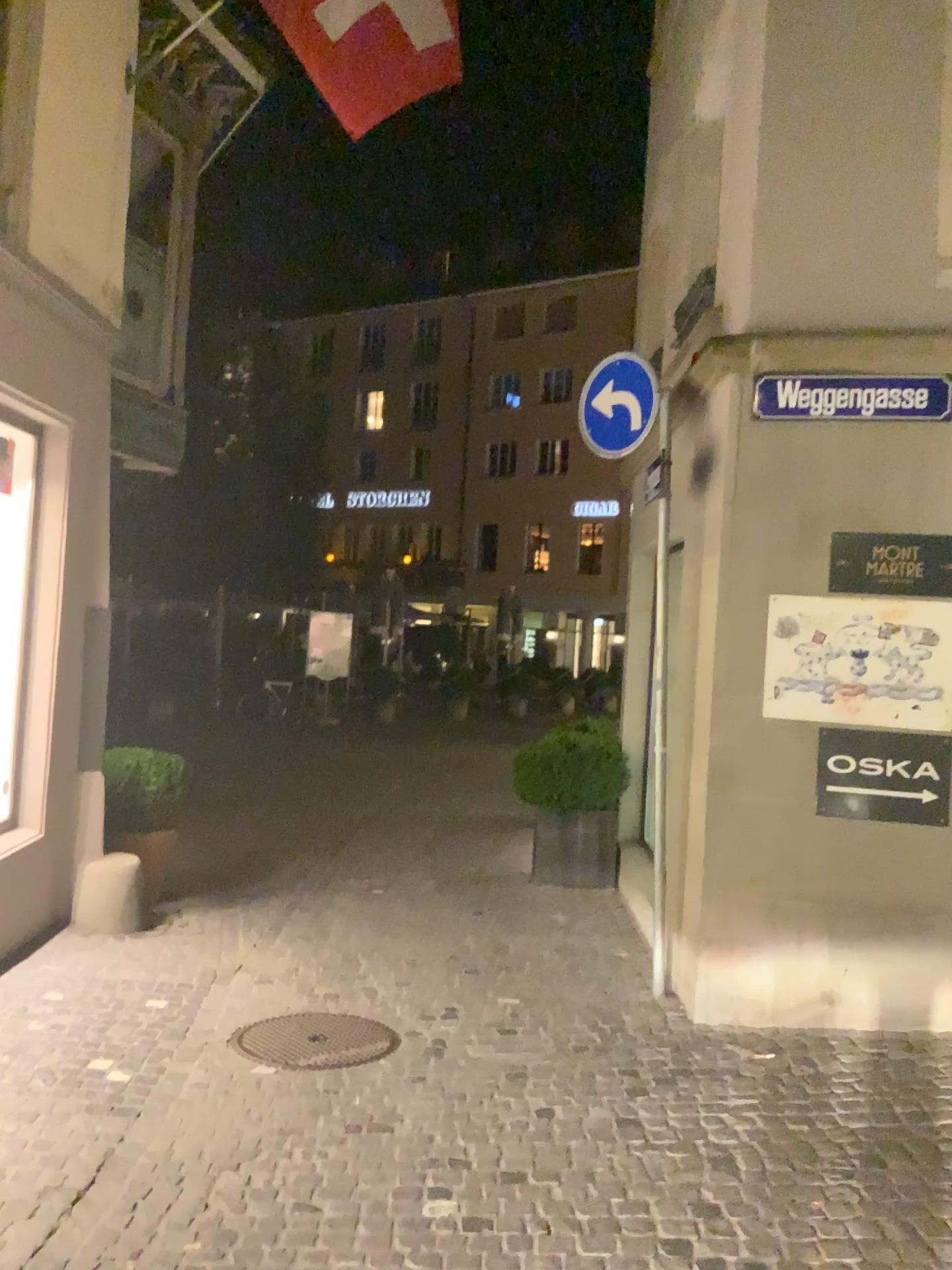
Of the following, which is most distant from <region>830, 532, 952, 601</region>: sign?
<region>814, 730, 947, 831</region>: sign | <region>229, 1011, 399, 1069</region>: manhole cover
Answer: <region>229, 1011, 399, 1069</region>: manhole cover

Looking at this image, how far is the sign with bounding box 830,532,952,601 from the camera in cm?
471

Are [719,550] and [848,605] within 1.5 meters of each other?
yes

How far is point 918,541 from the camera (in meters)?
4.71

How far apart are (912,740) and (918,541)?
0.9m

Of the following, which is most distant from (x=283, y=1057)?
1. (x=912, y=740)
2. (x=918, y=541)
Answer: → (x=918, y=541)

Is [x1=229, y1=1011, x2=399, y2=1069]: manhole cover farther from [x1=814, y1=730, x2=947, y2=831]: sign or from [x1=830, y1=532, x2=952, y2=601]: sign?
[x1=830, y1=532, x2=952, y2=601]: sign

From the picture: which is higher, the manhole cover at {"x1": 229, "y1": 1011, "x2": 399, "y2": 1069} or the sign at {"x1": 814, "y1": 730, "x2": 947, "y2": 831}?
the sign at {"x1": 814, "y1": 730, "x2": 947, "y2": 831}

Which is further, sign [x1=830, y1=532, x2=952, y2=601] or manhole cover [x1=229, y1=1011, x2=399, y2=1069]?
sign [x1=830, y1=532, x2=952, y2=601]

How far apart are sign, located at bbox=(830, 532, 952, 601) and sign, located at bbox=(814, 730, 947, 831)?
0.65m
